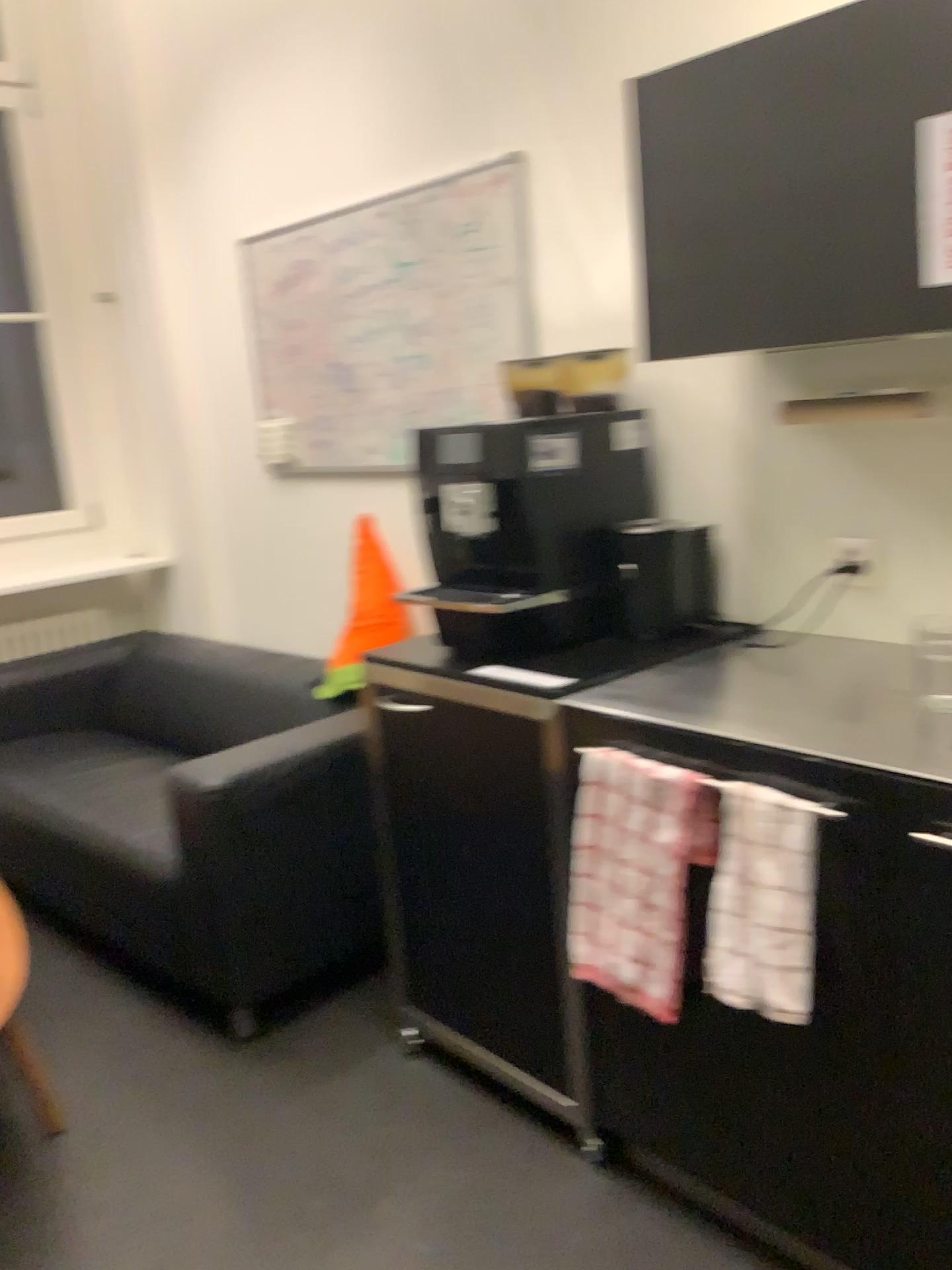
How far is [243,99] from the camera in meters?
3.3

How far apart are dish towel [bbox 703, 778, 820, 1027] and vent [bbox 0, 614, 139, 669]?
3.1 meters

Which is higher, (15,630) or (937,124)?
(937,124)

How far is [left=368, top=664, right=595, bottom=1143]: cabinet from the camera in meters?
1.9

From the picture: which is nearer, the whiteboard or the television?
the television

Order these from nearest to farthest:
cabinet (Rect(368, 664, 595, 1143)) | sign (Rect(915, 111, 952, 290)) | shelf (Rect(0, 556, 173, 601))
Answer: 1. sign (Rect(915, 111, 952, 290))
2. cabinet (Rect(368, 664, 595, 1143))
3. shelf (Rect(0, 556, 173, 601))

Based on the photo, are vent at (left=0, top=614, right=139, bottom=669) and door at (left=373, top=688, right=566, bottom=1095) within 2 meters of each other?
no

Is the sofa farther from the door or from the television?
the television

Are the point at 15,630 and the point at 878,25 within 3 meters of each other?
no

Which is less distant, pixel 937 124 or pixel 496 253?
pixel 937 124
